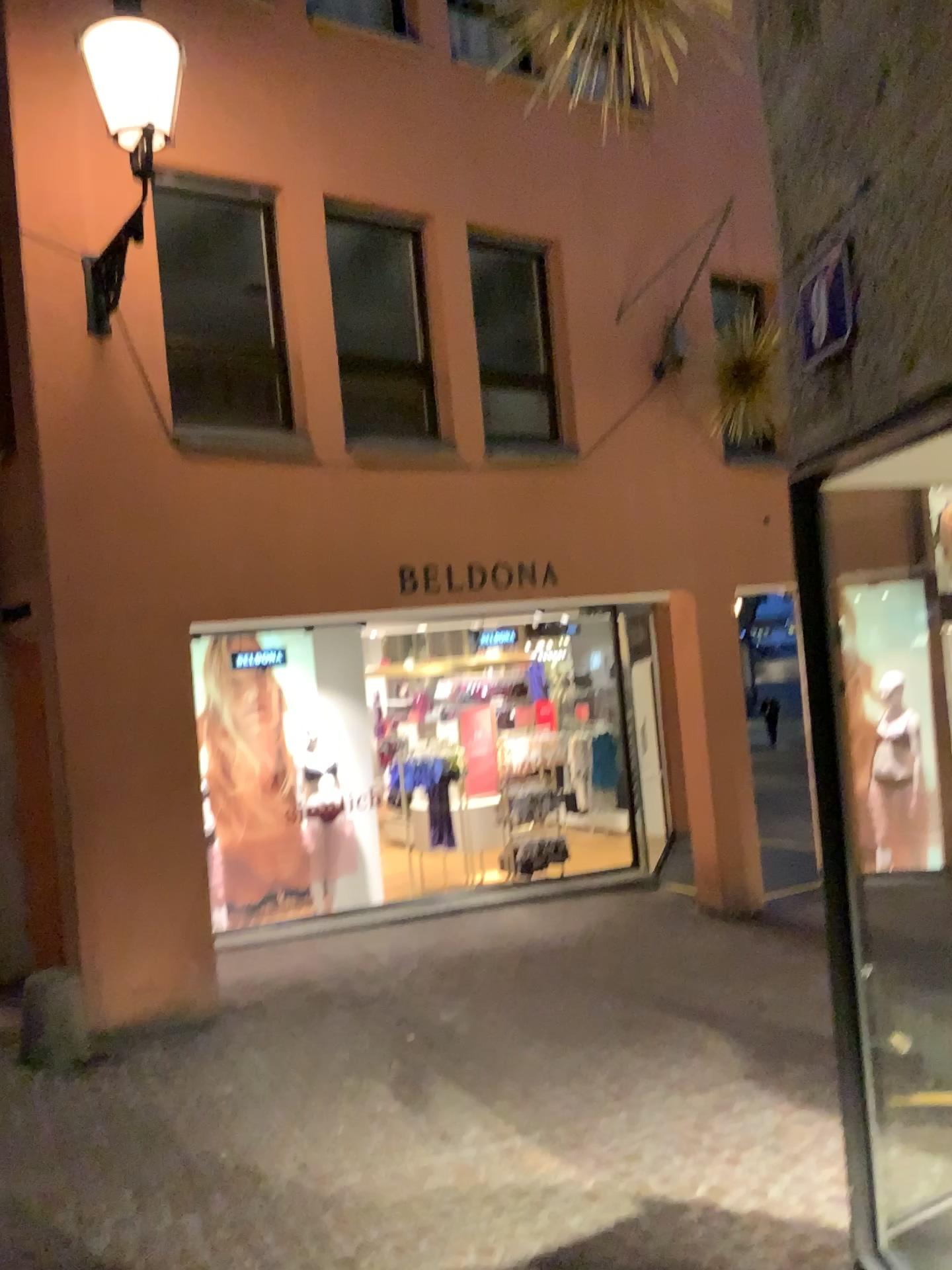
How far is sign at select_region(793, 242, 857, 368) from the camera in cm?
155

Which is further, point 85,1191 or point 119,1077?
point 119,1077

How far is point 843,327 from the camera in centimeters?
155cm
